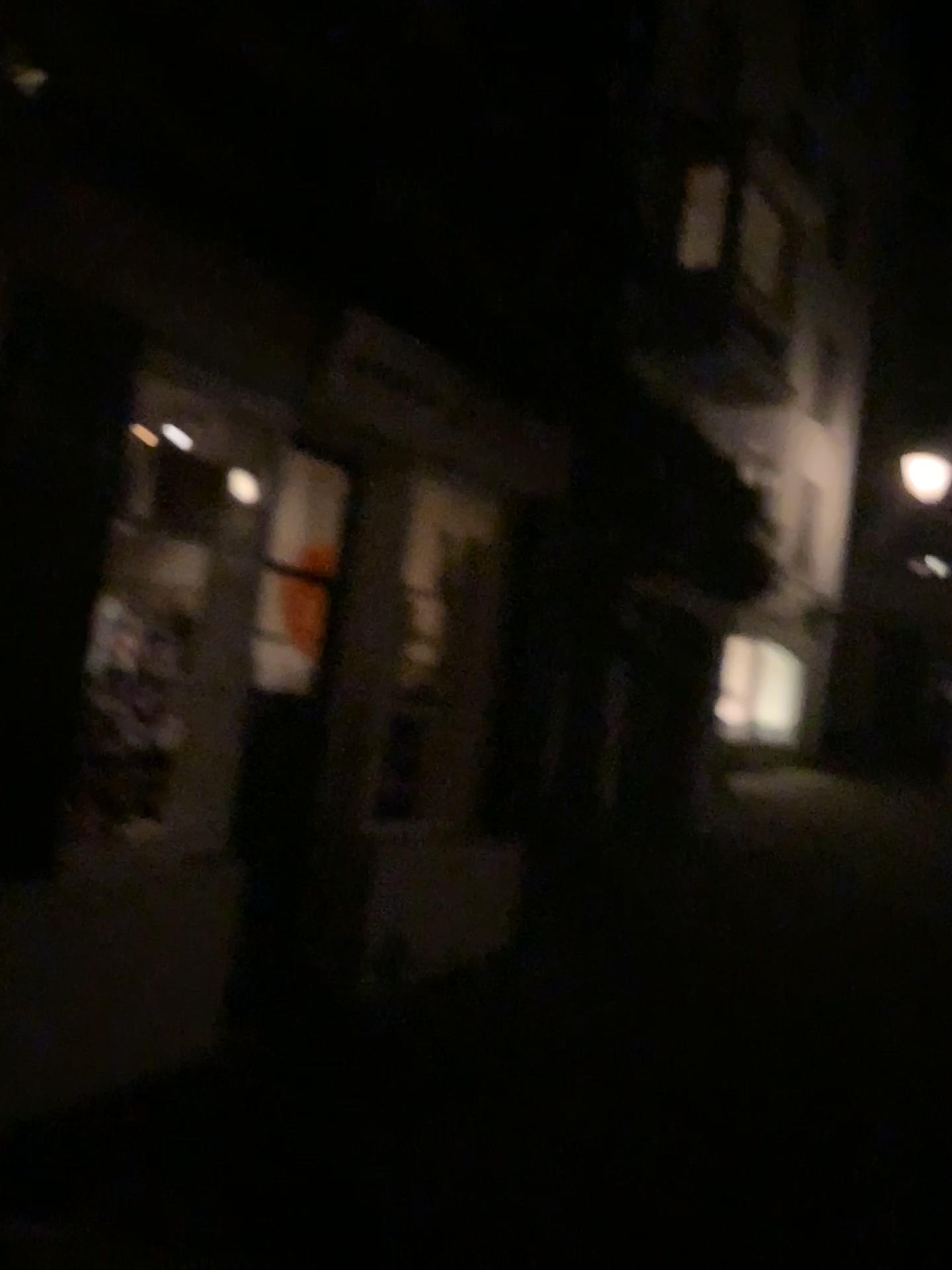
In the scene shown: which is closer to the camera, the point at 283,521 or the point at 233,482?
the point at 233,482

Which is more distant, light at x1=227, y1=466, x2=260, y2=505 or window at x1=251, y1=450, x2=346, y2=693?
window at x1=251, y1=450, x2=346, y2=693

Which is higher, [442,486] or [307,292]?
[307,292]
